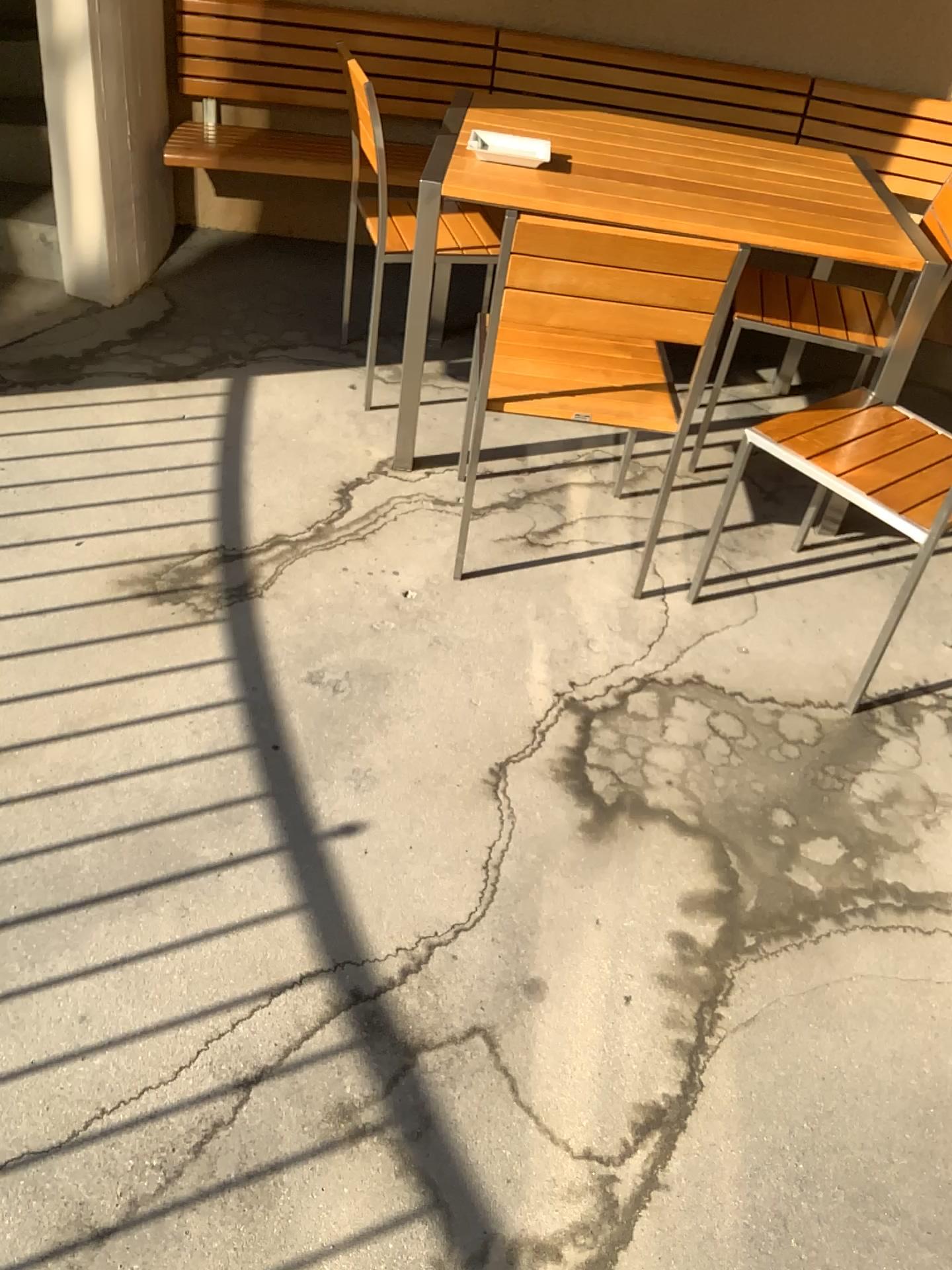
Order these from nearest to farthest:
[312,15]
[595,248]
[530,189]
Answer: [595,248] < [530,189] < [312,15]

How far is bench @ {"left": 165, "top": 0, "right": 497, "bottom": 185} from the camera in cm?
350

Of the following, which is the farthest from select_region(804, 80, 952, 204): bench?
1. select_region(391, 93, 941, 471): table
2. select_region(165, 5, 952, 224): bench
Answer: select_region(391, 93, 941, 471): table

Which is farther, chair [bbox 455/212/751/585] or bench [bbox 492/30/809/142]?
bench [bbox 492/30/809/142]

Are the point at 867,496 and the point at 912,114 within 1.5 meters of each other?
no

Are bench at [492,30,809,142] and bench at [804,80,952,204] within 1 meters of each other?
yes

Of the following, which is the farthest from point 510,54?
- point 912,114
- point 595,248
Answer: point 595,248

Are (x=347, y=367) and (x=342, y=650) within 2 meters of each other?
yes

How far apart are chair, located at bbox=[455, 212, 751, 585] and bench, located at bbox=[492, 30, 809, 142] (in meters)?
1.70

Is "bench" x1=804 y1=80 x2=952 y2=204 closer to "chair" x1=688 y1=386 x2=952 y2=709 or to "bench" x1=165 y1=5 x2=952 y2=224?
"bench" x1=165 y1=5 x2=952 y2=224
